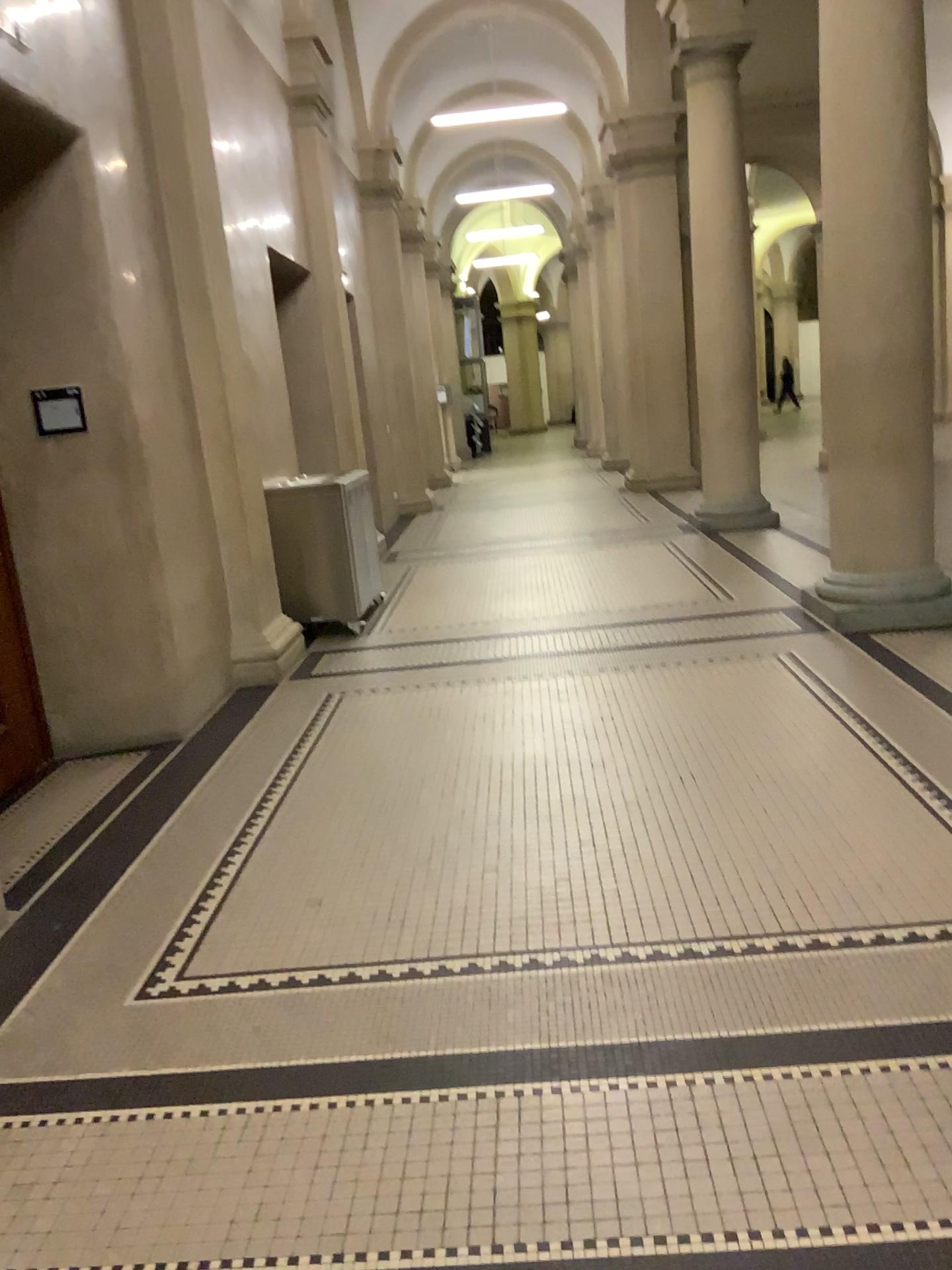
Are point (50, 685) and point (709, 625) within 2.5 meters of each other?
no

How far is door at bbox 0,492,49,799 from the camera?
4.5m

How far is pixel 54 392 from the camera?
4.6m

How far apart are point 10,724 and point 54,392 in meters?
1.5

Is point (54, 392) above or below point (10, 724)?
above

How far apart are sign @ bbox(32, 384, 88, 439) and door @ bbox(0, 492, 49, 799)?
0.68m

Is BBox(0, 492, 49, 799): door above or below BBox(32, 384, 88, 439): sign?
below

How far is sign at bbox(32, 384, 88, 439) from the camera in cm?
464
